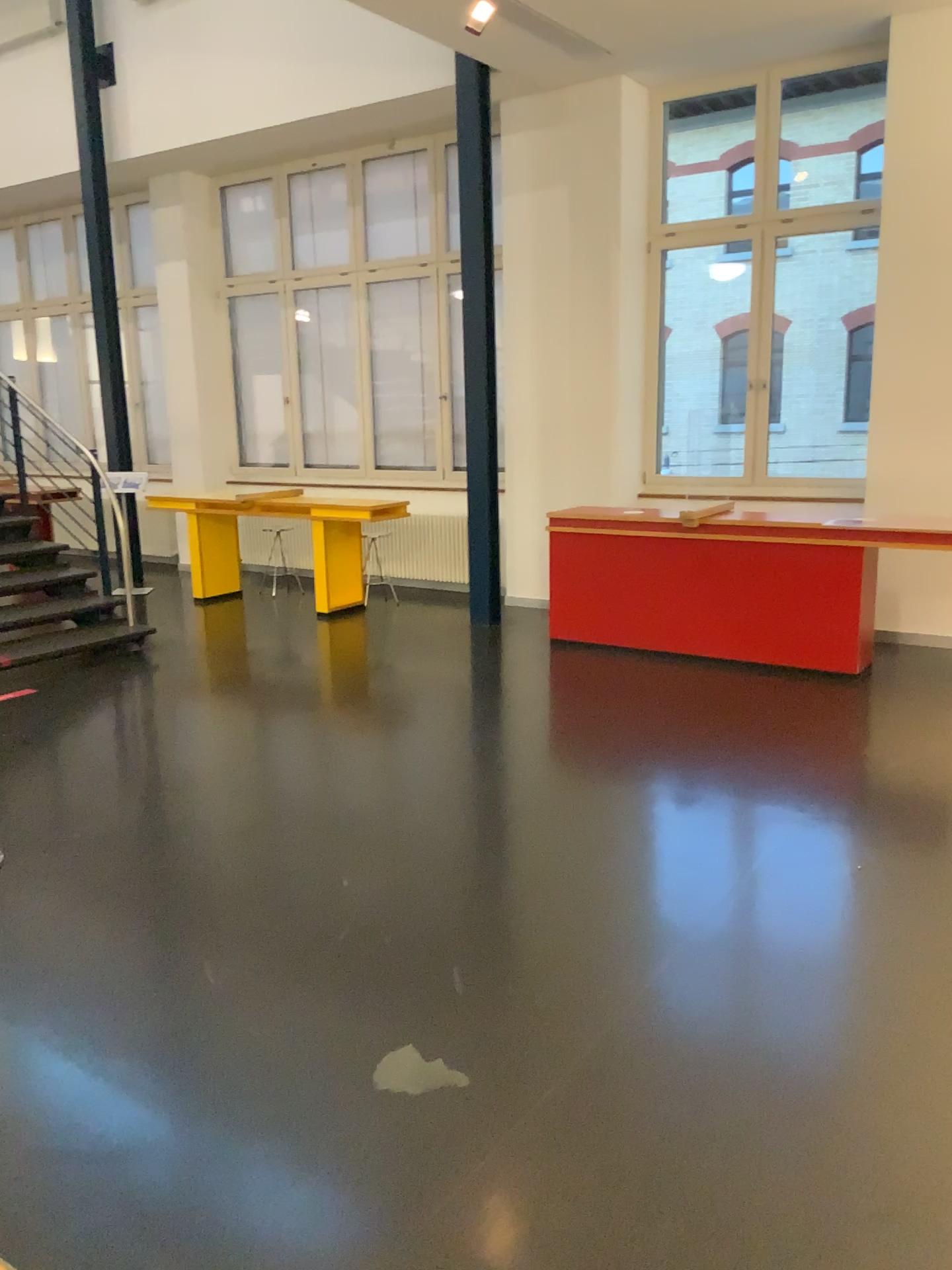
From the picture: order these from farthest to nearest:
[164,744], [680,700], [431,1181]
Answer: [680,700] → [164,744] → [431,1181]
